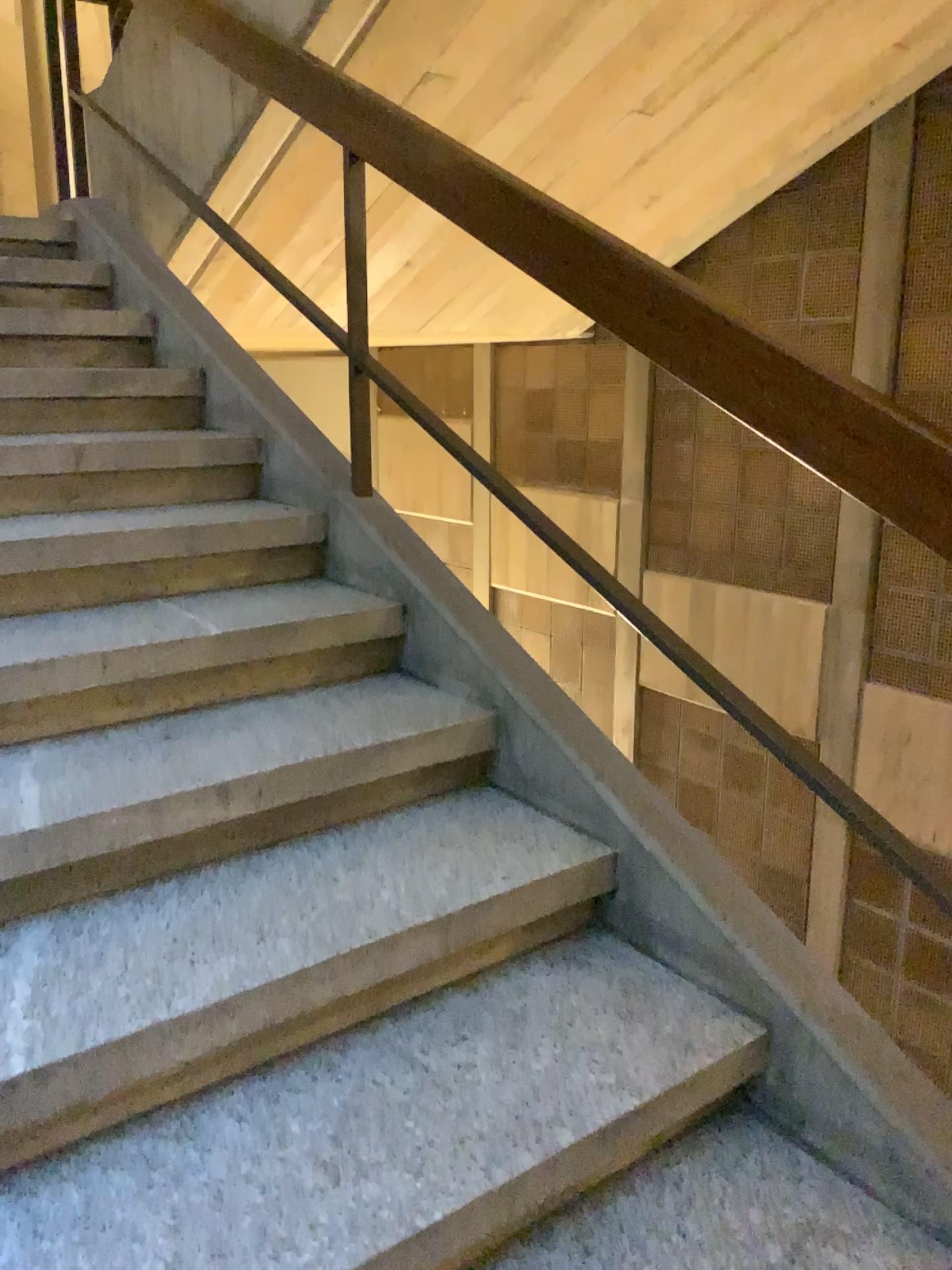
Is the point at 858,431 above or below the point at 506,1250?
above

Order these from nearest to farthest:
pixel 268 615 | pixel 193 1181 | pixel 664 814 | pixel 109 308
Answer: pixel 193 1181 → pixel 664 814 → pixel 268 615 → pixel 109 308

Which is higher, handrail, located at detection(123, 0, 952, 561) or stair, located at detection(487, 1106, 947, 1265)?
handrail, located at detection(123, 0, 952, 561)
